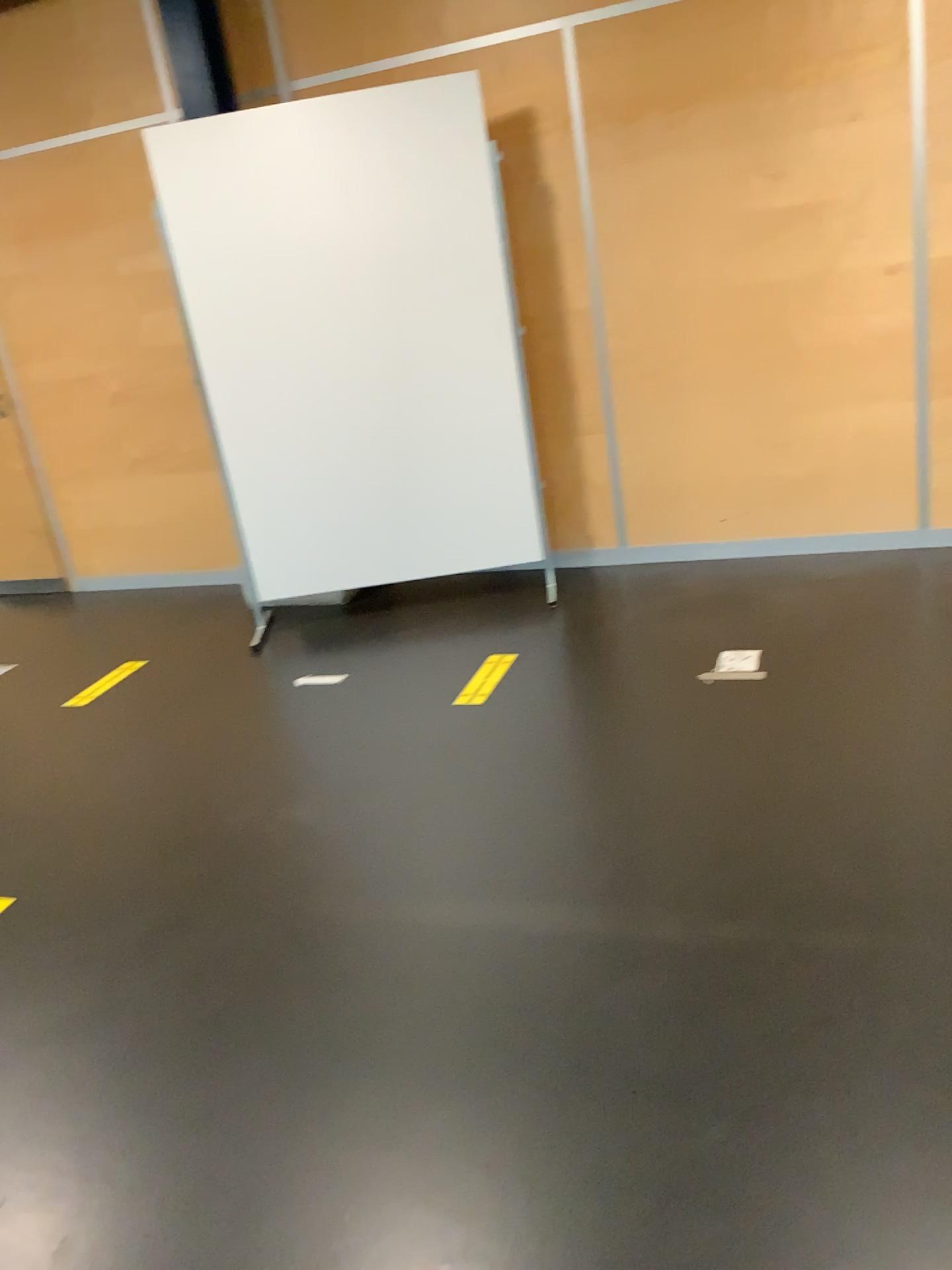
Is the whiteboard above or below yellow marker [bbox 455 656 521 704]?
above

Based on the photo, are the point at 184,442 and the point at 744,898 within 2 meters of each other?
no

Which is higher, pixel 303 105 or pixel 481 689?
pixel 303 105
